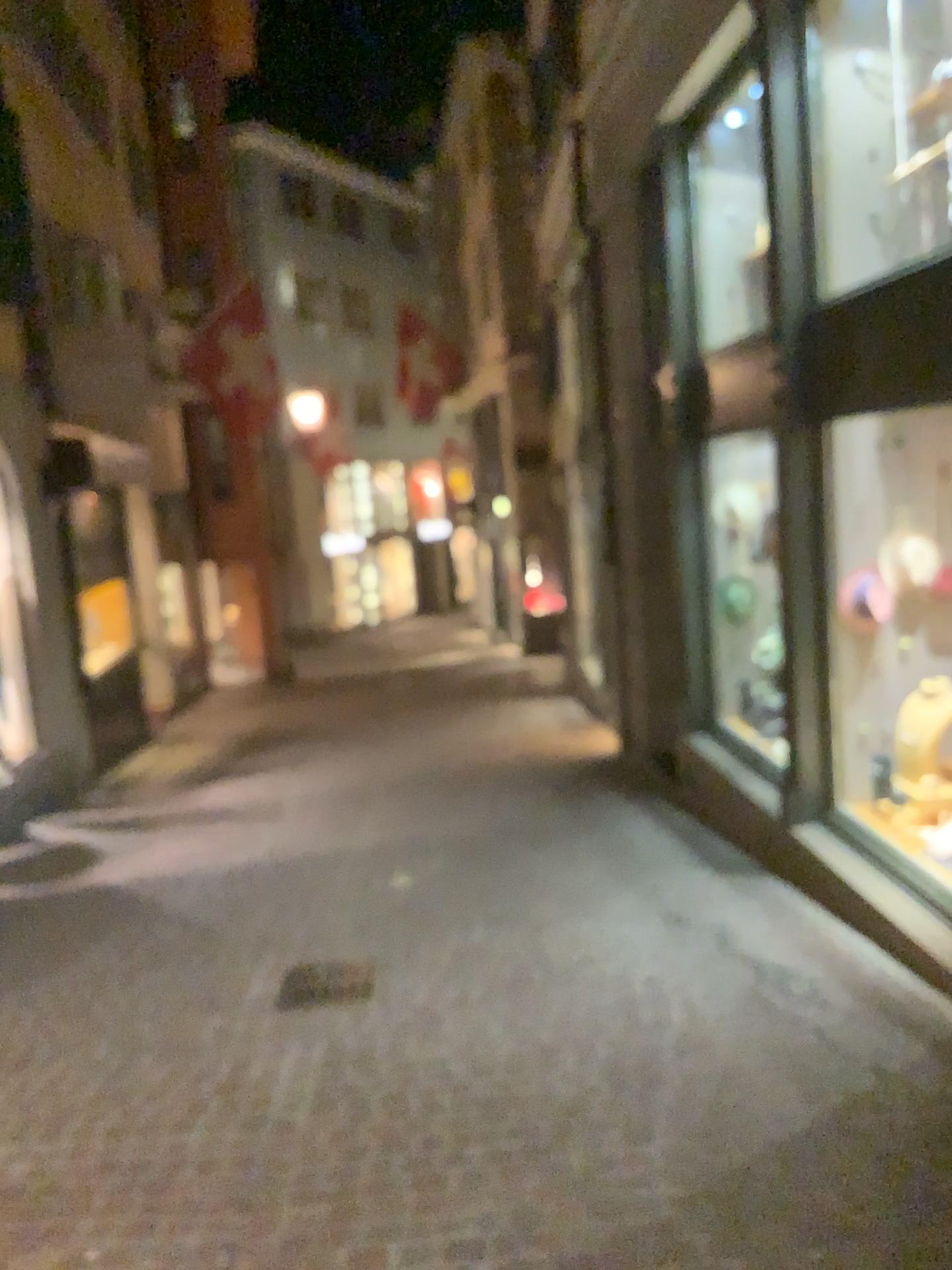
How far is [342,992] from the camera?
4.1m

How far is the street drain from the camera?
4.1m

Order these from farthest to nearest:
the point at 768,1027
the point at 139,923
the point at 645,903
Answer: the point at 139,923, the point at 645,903, the point at 768,1027
